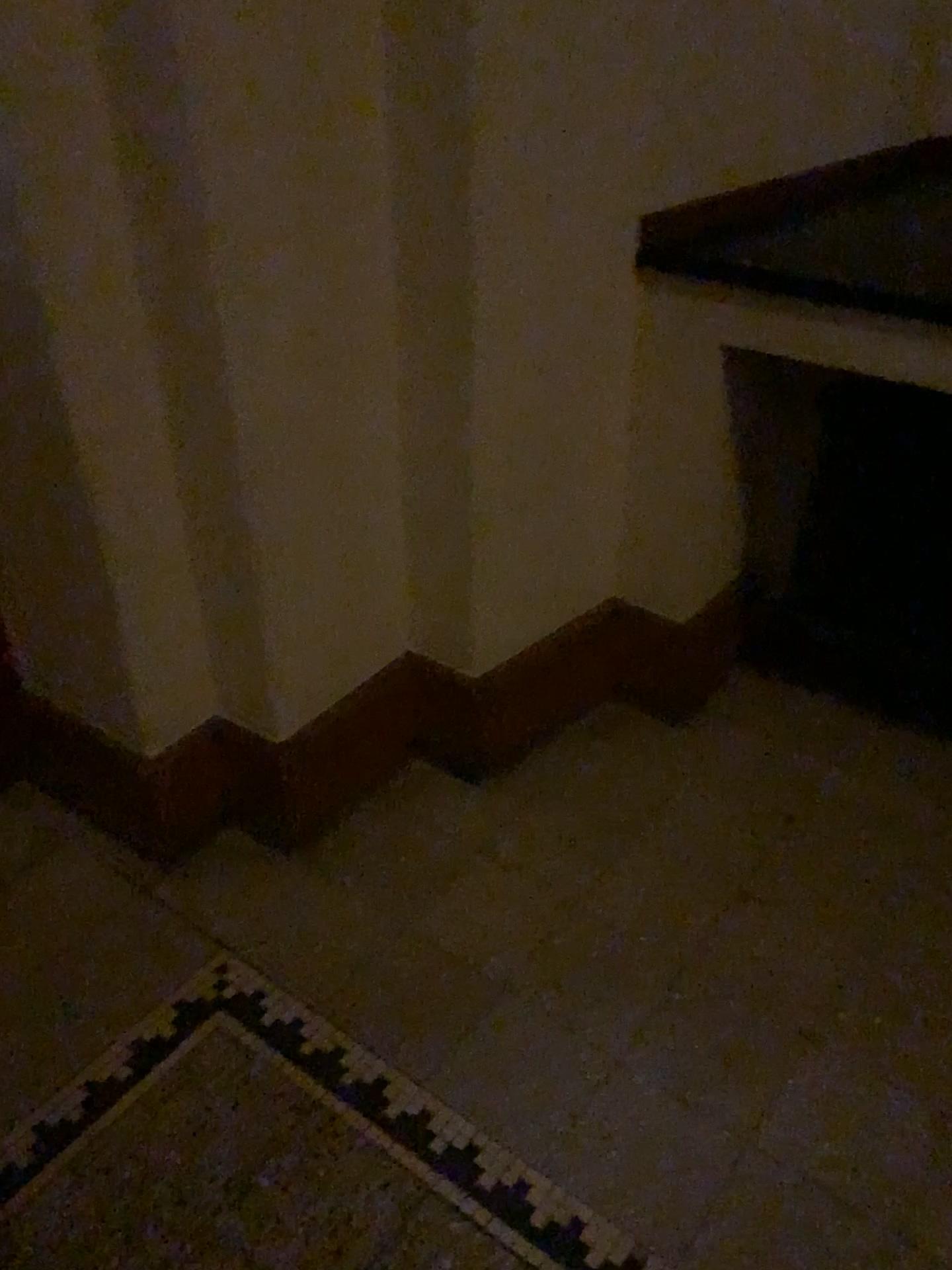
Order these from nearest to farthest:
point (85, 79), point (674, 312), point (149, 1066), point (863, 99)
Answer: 1. point (85, 79)
2. point (149, 1066)
3. point (674, 312)
4. point (863, 99)

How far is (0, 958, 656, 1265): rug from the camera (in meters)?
1.30

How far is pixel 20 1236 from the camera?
1.30m
